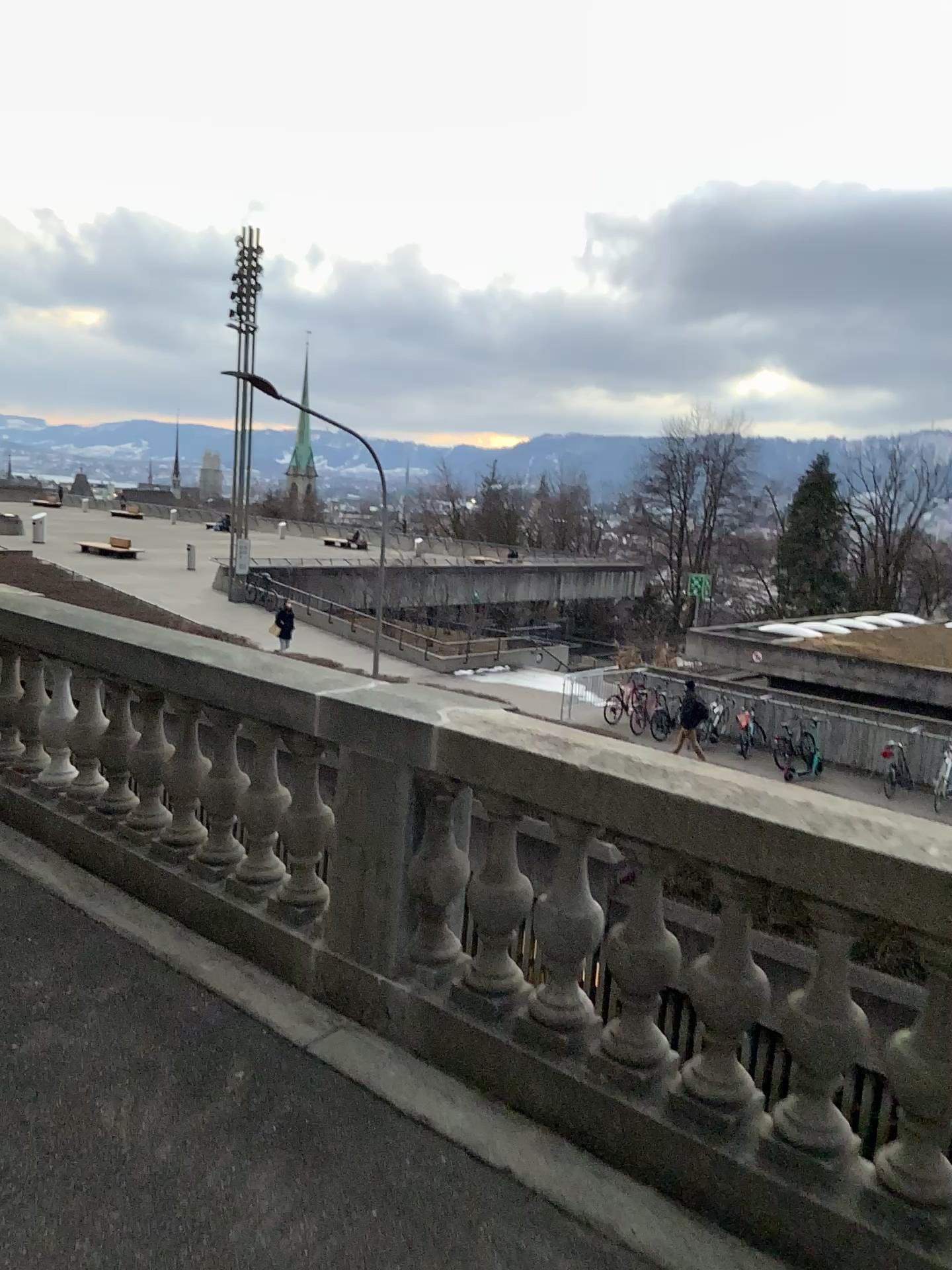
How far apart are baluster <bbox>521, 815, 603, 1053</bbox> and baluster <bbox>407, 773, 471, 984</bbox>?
0.31m

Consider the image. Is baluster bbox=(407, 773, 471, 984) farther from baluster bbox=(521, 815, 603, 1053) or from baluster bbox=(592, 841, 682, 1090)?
baluster bbox=(592, 841, 682, 1090)

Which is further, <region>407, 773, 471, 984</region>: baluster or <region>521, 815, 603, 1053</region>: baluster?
<region>407, 773, 471, 984</region>: baluster

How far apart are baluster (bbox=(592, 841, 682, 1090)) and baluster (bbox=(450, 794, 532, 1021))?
0.30m

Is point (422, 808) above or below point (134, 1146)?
above

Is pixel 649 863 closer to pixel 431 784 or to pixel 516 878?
pixel 516 878

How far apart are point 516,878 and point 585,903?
0.3m

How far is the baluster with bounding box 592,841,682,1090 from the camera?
2.81m

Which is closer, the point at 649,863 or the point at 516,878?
the point at 649,863

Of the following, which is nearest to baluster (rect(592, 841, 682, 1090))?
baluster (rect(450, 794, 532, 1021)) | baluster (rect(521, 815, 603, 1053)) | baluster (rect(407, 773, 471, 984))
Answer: baluster (rect(521, 815, 603, 1053))
